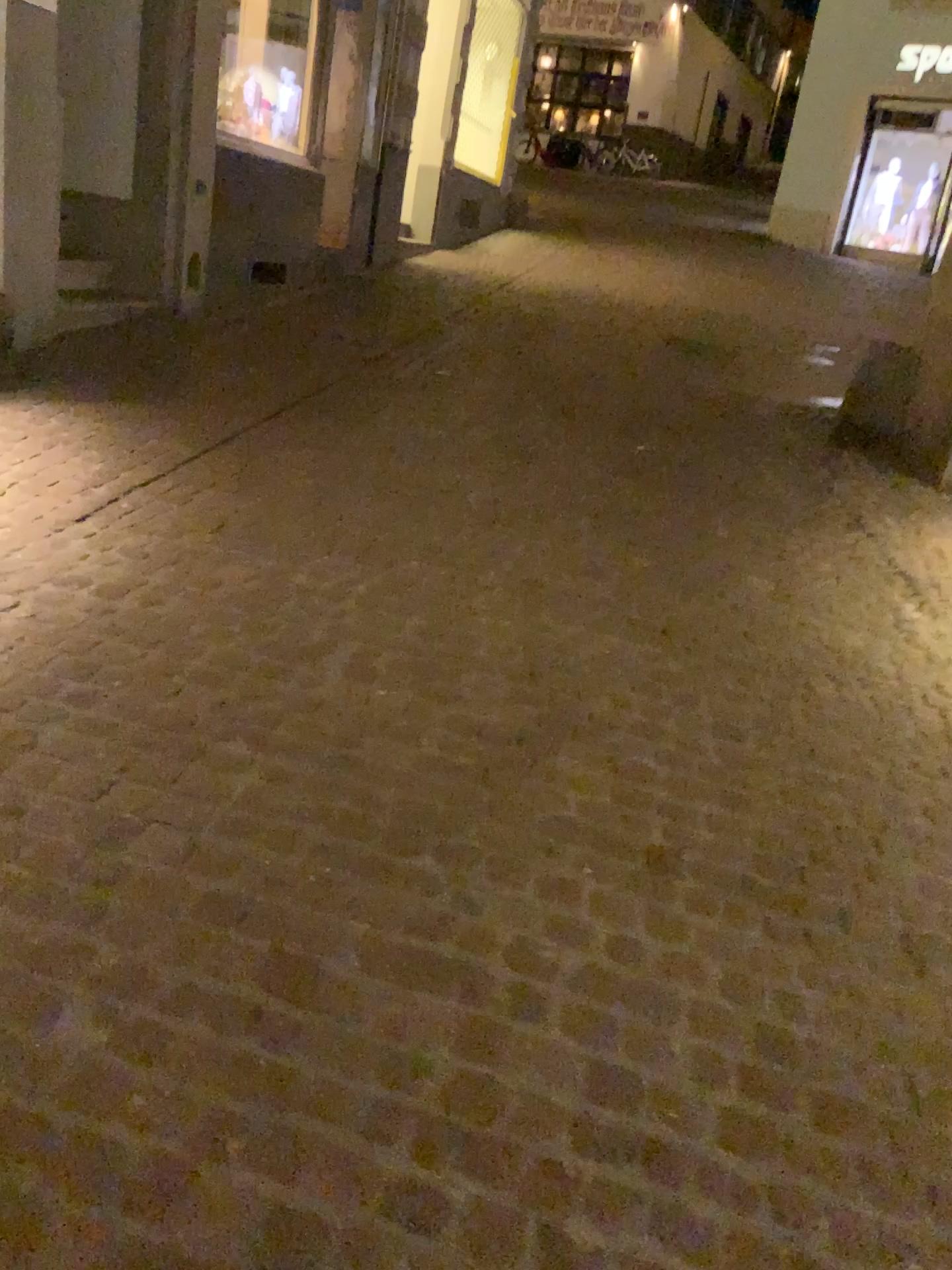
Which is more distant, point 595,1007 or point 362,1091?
point 595,1007
